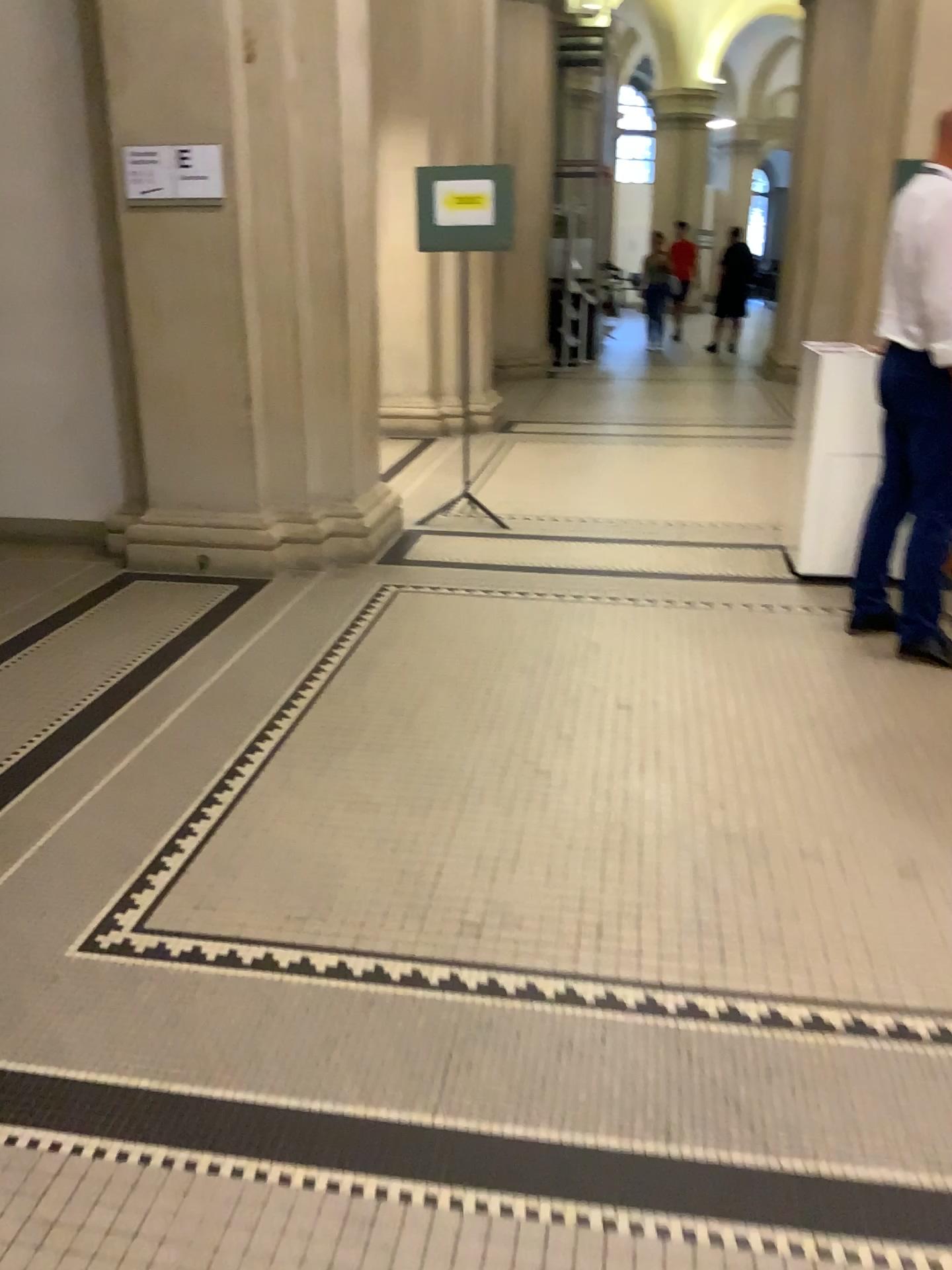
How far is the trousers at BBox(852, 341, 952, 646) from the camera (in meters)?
3.67

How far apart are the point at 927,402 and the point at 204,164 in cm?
302

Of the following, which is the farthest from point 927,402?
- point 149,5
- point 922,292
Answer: point 149,5

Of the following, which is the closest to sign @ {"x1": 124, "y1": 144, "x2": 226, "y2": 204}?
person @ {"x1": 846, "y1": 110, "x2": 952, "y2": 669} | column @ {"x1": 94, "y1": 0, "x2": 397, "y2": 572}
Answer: column @ {"x1": 94, "y1": 0, "x2": 397, "y2": 572}

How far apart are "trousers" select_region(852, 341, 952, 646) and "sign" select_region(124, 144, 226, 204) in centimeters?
274cm

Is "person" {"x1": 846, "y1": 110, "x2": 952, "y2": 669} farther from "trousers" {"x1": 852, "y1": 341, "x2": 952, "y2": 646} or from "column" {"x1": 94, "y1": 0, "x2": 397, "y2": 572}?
"column" {"x1": 94, "y1": 0, "x2": 397, "y2": 572}

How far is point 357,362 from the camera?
4.9m

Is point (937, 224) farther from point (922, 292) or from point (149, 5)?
point (149, 5)

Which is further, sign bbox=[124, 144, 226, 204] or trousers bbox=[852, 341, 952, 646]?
sign bbox=[124, 144, 226, 204]

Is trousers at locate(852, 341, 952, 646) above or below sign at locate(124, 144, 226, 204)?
below
